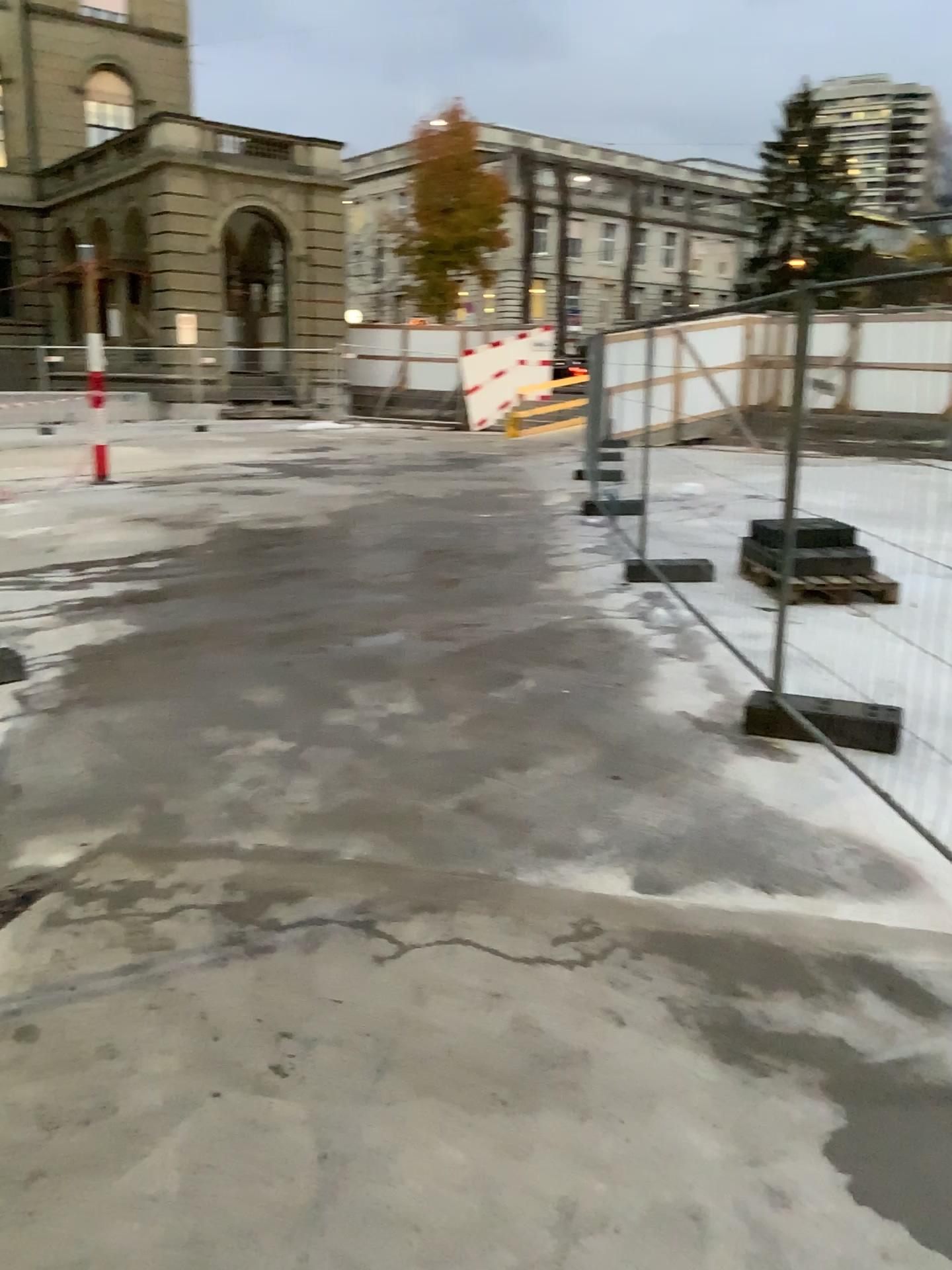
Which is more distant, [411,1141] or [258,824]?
[258,824]
